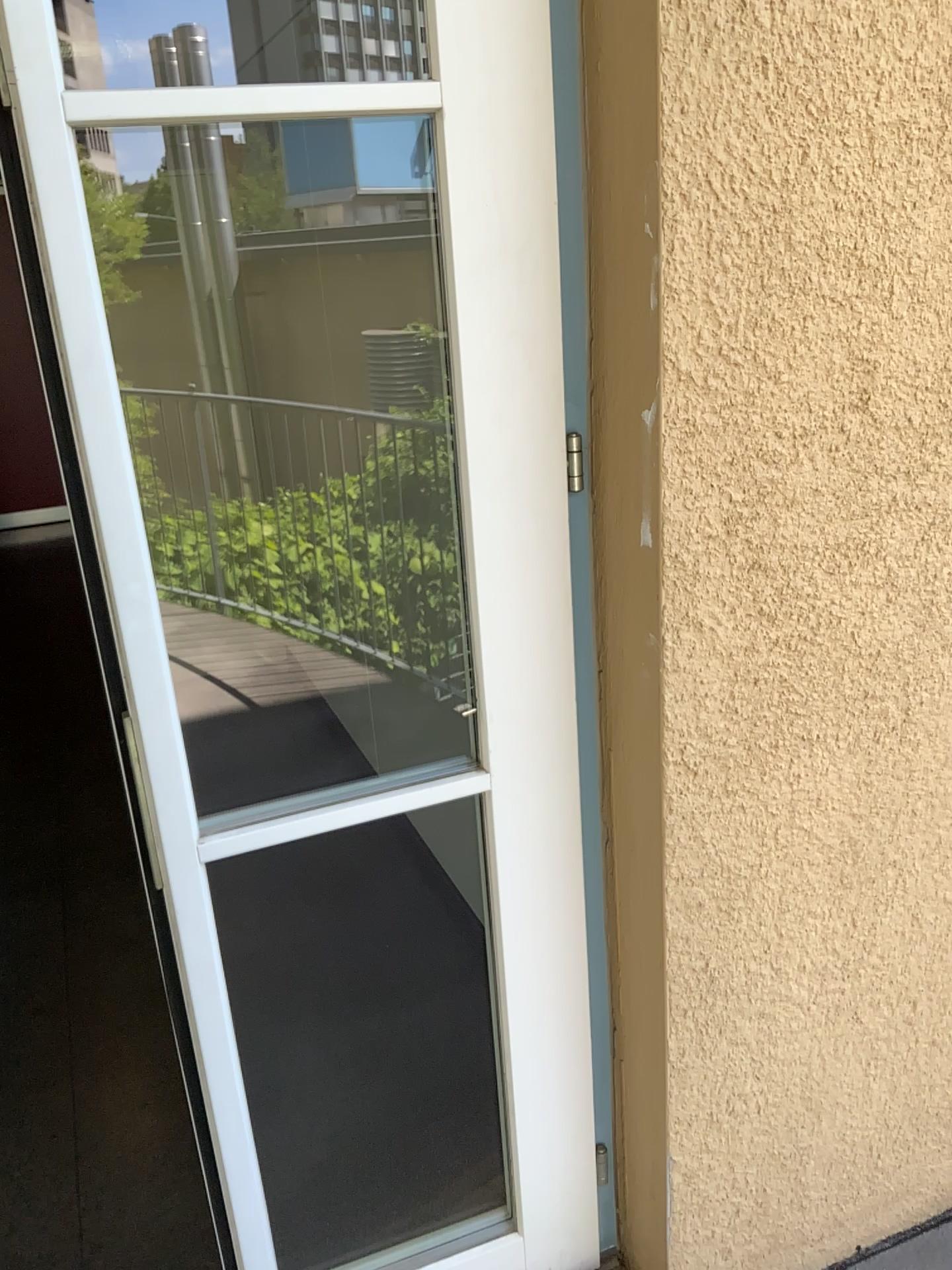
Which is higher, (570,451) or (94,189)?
(94,189)

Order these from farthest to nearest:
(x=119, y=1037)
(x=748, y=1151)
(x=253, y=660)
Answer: (x=253, y=660) → (x=119, y=1037) → (x=748, y=1151)
